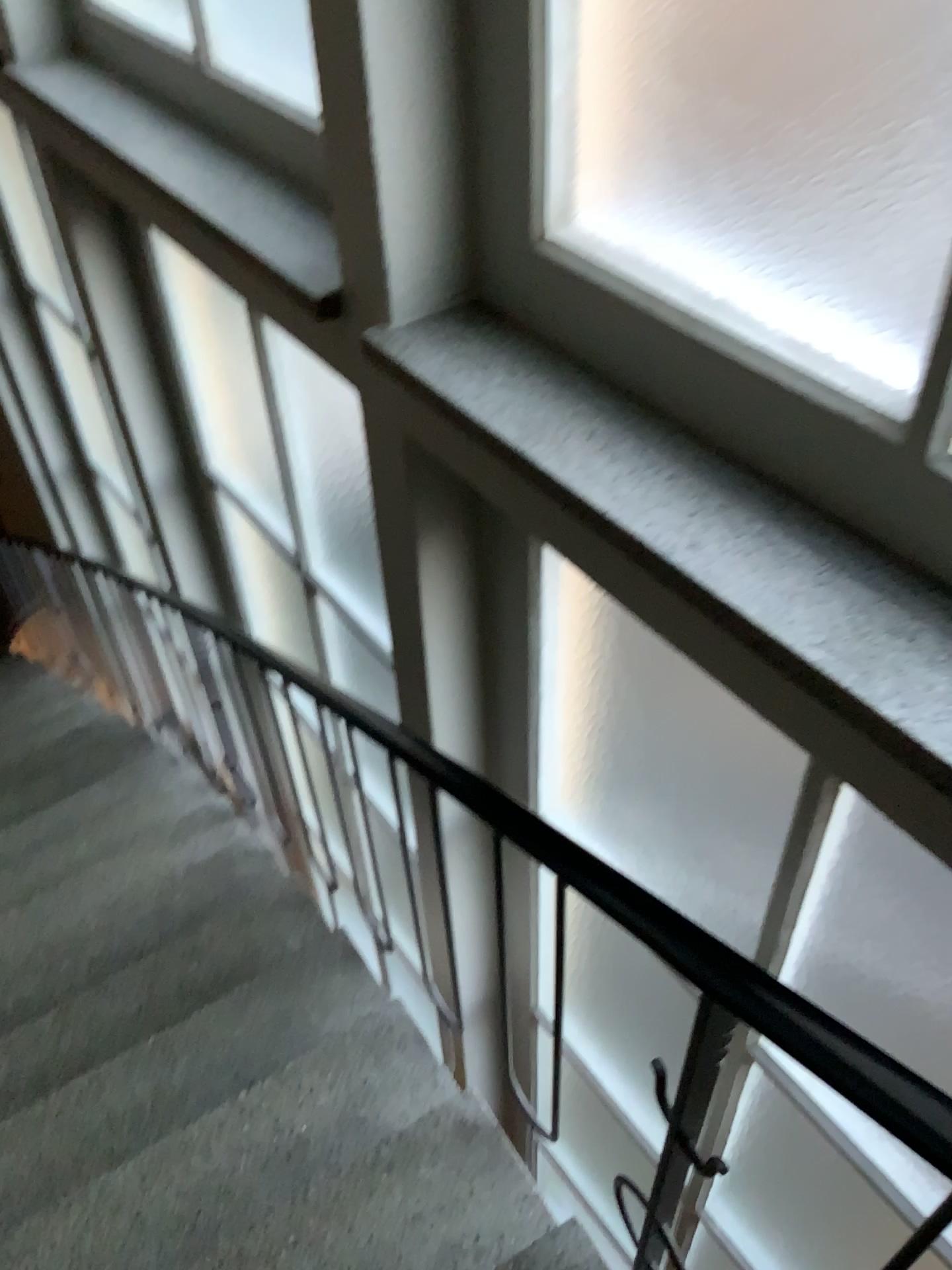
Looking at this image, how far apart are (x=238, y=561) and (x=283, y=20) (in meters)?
2.13

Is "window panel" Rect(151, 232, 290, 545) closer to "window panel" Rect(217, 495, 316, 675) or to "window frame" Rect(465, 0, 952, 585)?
"window panel" Rect(217, 495, 316, 675)

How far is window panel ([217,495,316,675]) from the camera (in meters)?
3.75

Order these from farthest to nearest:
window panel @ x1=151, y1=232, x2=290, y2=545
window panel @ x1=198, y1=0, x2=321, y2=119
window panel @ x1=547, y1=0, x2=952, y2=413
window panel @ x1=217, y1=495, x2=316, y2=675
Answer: window panel @ x1=217, y1=495, x2=316, y2=675 < window panel @ x1=151, y1=232, x2=290, y2=545 < window panel @ x1=198, y1=0, x2=321, y2=119 < window panel @ x1=547, y1=0, x2=952, y2=413

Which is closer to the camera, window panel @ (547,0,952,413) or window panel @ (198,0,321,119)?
window panel @ (547,0,952,413)

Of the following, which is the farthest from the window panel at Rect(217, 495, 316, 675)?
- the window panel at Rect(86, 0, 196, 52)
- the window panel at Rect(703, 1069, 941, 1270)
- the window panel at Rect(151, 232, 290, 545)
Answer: the window panel at Rect(703, 1069, 941, 1270)

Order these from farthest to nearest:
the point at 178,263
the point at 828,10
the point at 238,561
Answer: the point at 238,561, the point at 178,263, the point at 828,10

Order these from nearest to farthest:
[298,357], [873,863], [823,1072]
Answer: [823,1072]
[873,863]
[298,357]

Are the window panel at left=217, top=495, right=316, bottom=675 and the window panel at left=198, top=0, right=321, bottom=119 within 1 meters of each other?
no

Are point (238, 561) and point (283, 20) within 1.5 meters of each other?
no
